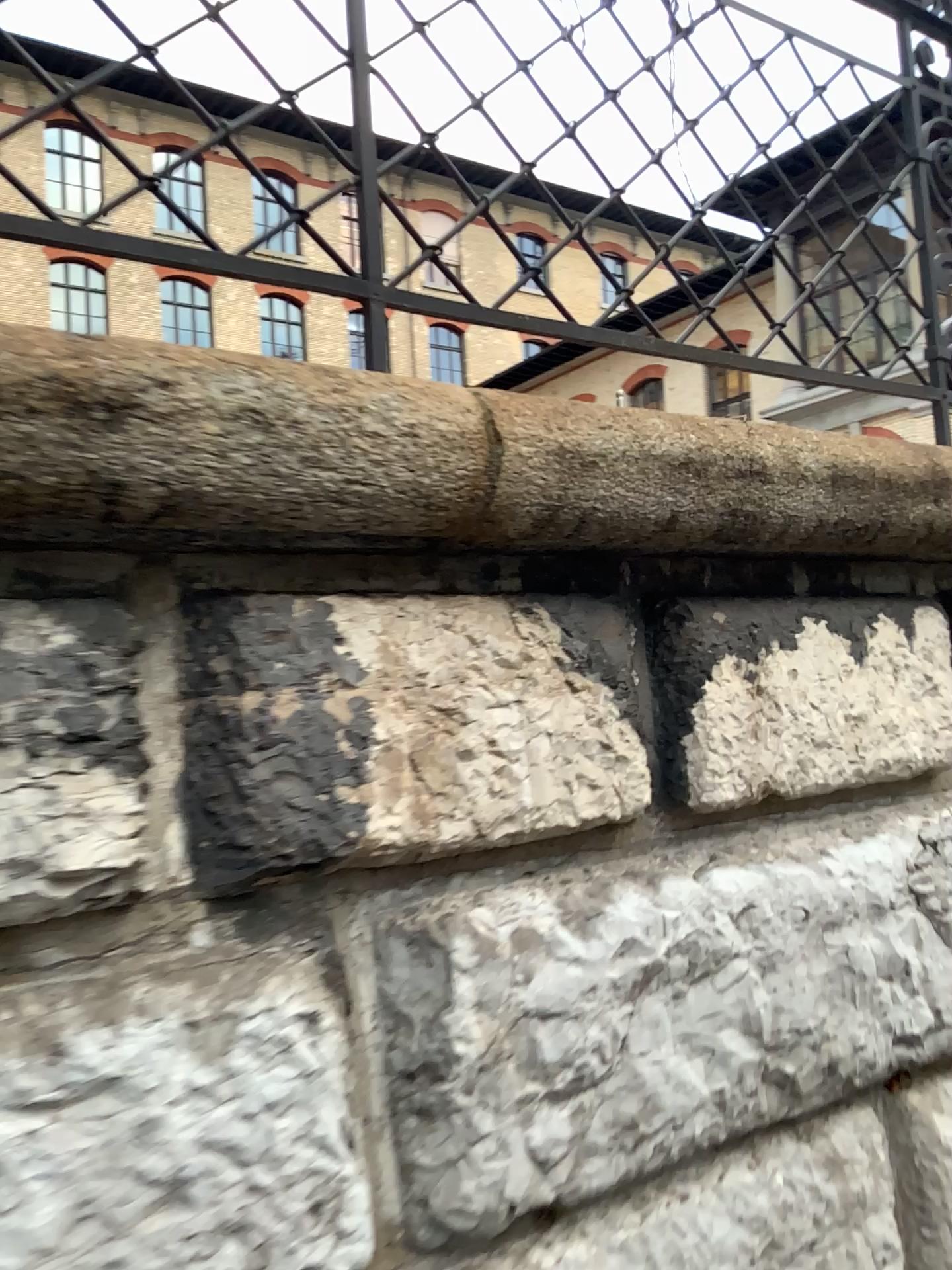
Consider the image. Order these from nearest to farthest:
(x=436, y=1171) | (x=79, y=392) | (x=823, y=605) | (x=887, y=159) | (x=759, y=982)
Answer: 1. (x=79, y=392)
2. (x=436, y=1171)
3. (x=759, y=982)
4. (x=823, y=605)
5. (x=887, y=159)
